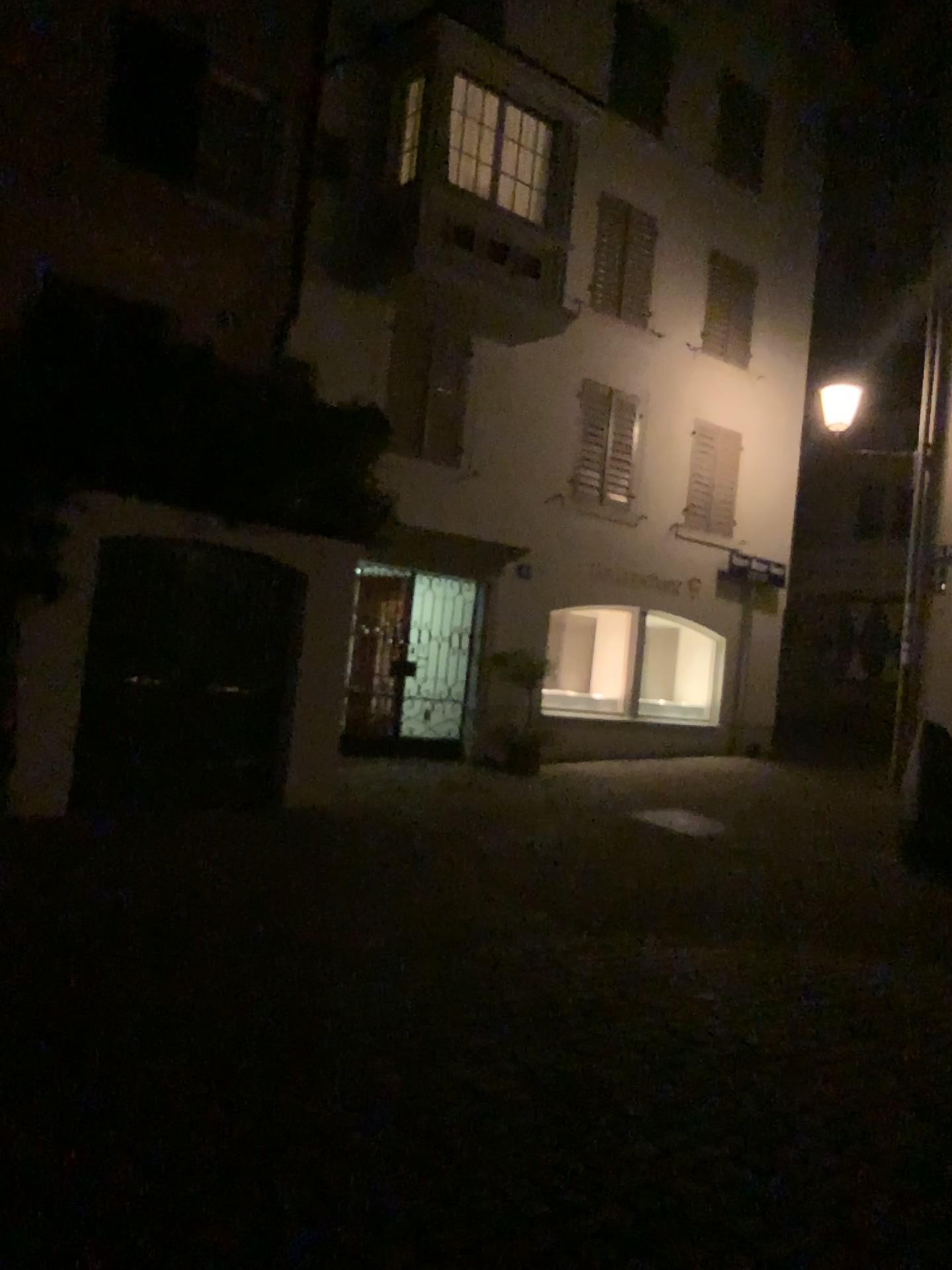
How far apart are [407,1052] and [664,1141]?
1.1m
